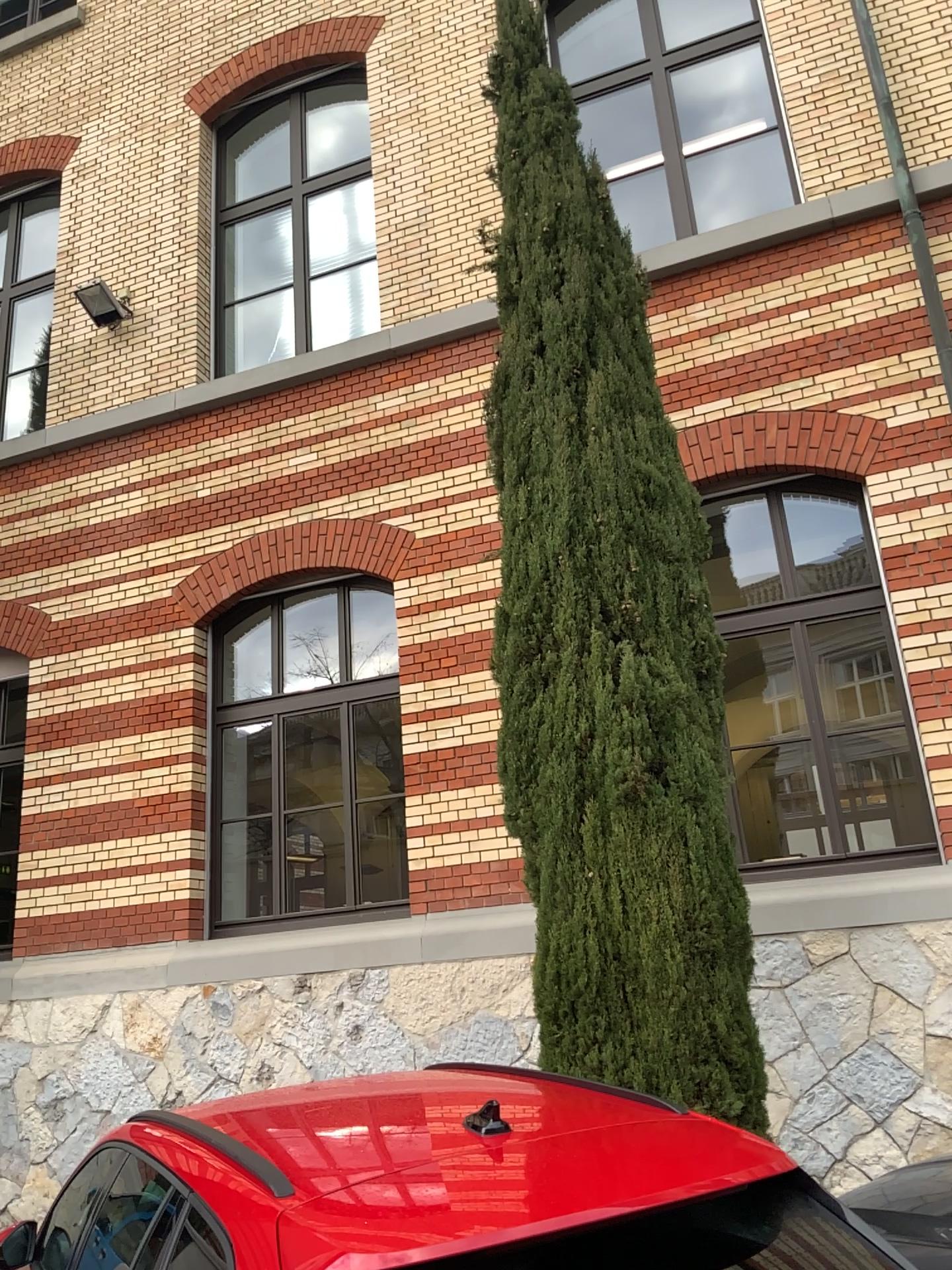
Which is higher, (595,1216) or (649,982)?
(649,982)

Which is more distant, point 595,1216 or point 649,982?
point 649,982

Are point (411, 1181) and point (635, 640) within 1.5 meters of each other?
no

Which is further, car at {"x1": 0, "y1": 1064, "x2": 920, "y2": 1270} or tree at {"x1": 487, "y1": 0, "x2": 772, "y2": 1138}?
tree at {"x1": 487, "y1": 0, "x2": 772, "y2": 1138}
